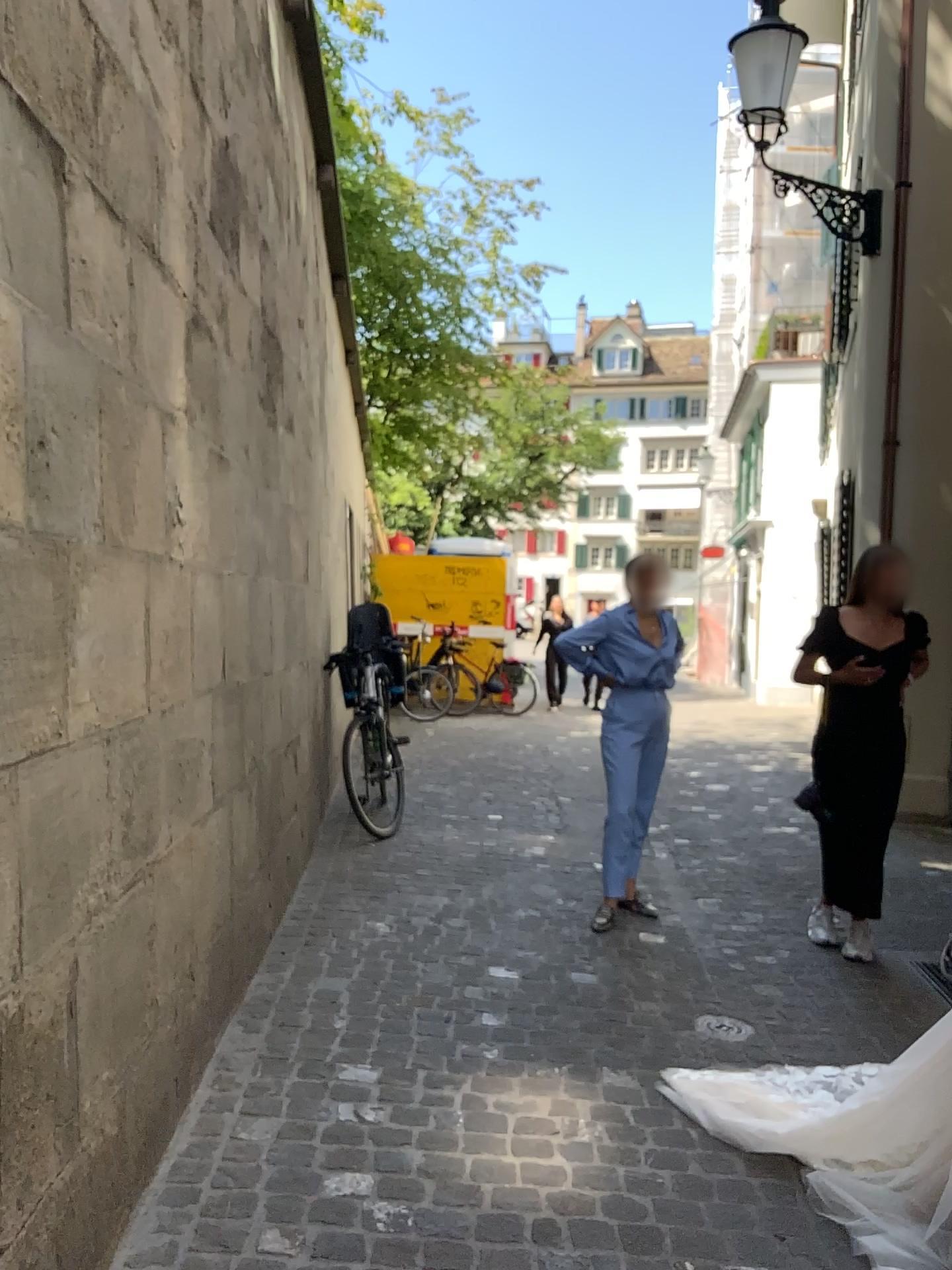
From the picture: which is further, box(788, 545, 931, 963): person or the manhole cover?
box(788, 545, 931, 963): person

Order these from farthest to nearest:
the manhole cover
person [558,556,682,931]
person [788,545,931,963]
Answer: person [558,556,682,931], person [788,545,931,963], the manhole cover

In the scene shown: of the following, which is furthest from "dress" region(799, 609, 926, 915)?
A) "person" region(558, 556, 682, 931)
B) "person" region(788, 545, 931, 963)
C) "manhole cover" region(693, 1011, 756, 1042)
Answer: "manhole cover" region(693, 1011, 756, 1042)

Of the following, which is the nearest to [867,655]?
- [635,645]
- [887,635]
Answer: [887,635]

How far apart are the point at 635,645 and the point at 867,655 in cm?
93

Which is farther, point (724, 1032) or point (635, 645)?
point (635, 645)

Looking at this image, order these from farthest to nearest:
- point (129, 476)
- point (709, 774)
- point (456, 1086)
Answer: point (709, 774)
point (456, 1086)
point (129, 476)

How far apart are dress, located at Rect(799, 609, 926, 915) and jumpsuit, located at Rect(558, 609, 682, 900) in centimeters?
71cm

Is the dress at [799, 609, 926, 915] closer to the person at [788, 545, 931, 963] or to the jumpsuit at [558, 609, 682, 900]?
the person at [788, 545, 931, 963]

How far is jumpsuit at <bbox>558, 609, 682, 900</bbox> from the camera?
4.5m
